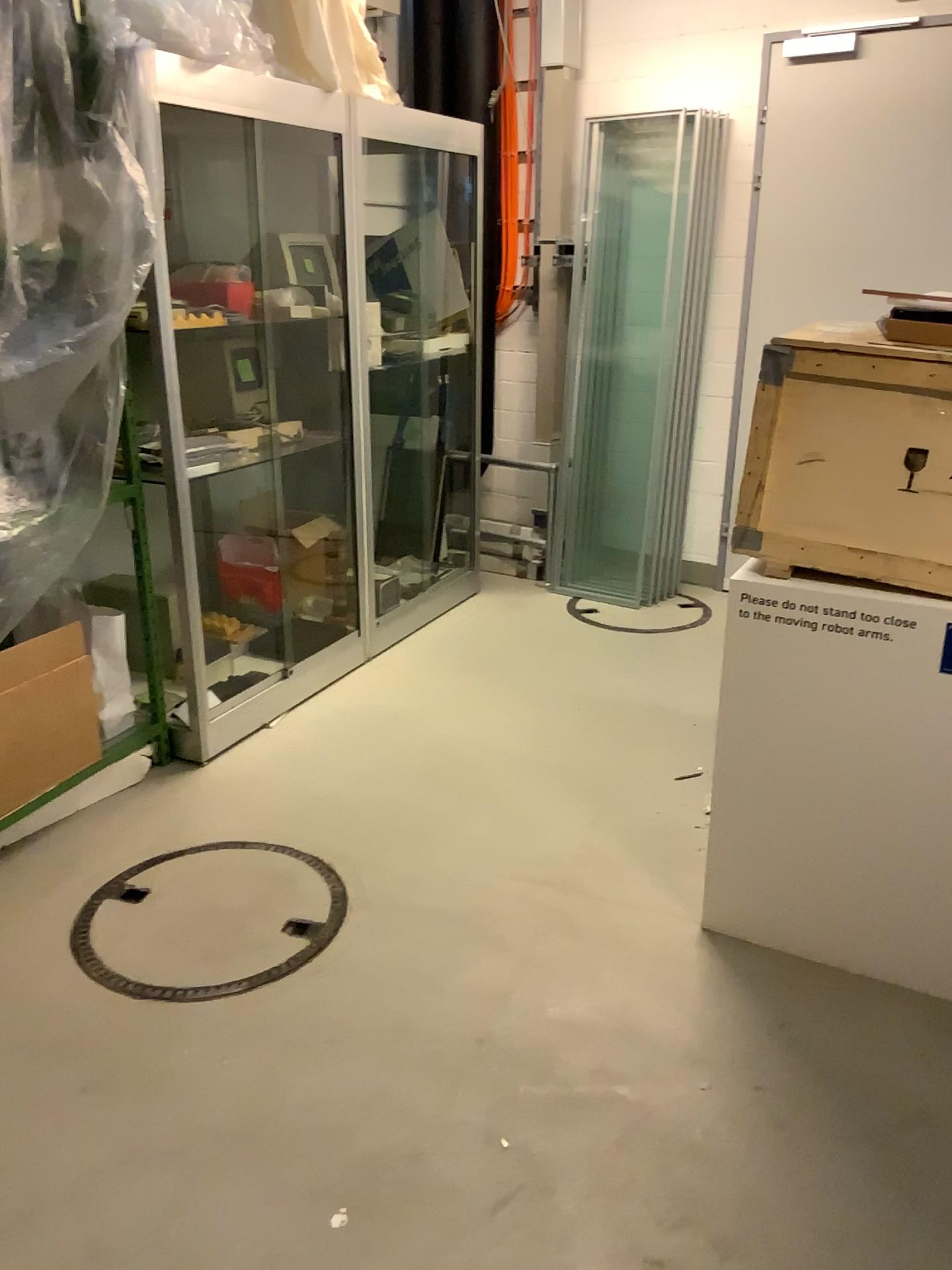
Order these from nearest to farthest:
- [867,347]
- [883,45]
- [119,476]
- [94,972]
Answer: [867,347] → [94,972] → [119,476] → [883,45]

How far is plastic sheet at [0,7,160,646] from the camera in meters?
2.5 m

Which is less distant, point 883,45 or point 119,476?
point 119,476

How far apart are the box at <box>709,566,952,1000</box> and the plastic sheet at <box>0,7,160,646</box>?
1.6m

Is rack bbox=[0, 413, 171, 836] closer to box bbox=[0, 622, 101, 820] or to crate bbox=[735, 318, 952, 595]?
box bbox=[0, 622, 101, 820]

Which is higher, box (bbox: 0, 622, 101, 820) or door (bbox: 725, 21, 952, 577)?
door (bbox: 725, 21, 952, 577)

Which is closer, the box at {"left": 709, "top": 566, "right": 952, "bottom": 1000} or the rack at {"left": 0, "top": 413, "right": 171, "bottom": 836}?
the box at {"left": 709, "top": 566, "right": 952, "bottom": 1000}

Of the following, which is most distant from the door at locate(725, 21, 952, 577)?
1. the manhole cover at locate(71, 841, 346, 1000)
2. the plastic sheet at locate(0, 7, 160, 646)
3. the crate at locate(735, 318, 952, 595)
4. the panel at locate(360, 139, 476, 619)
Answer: the manhole cover at locate(71, 841, 346, 1000)

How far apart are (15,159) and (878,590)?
2.2 meters

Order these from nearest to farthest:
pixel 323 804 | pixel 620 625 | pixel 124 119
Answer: pixel 124 119 < pixel 323 804 < pixel 620 625
